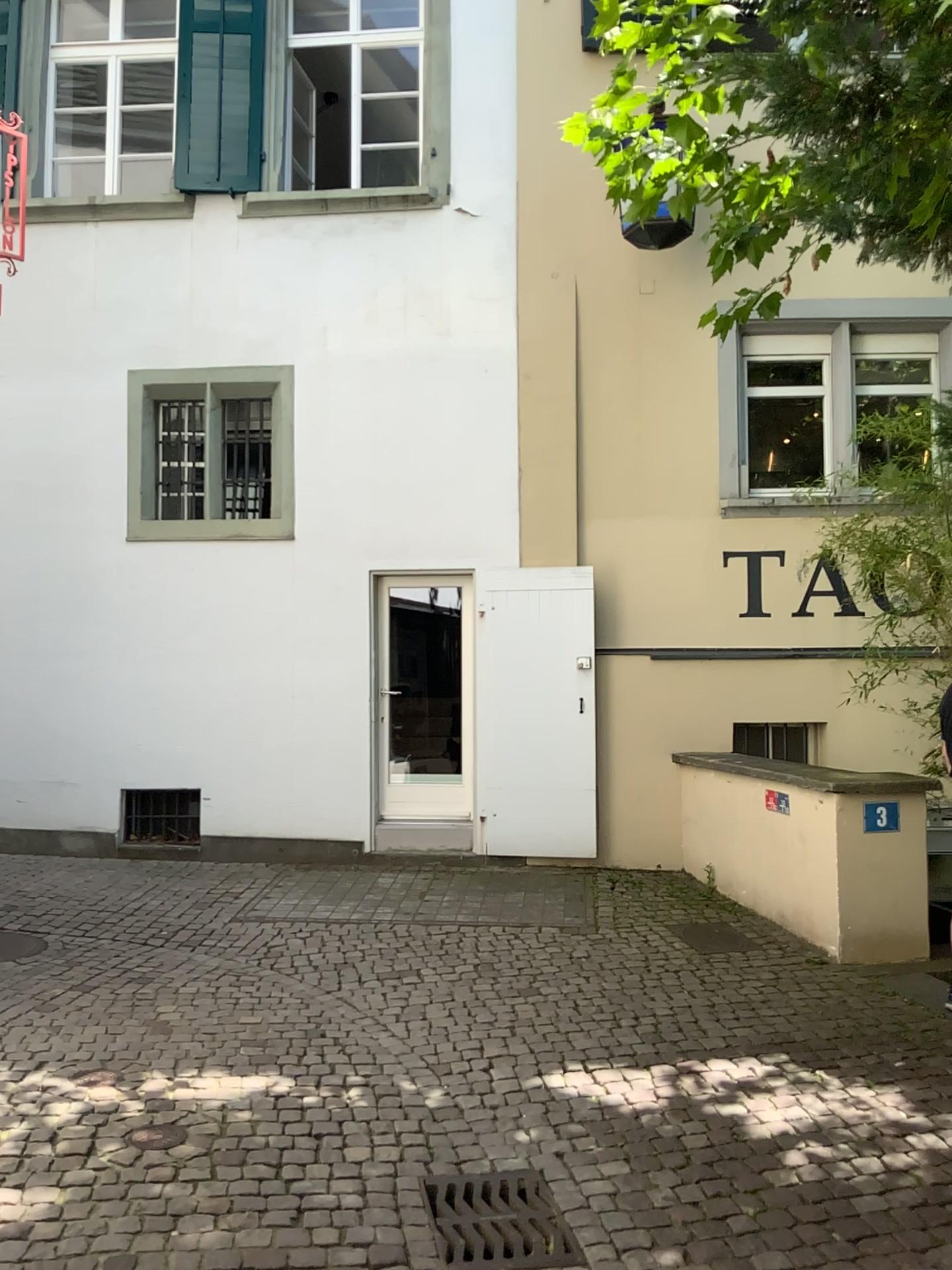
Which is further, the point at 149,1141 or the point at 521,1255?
the point at 149,1141

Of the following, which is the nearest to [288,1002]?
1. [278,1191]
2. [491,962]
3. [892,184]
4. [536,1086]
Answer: [491,962]

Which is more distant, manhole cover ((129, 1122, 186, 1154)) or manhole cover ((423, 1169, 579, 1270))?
manhole cover ((129, 1122, 186, 1154))
